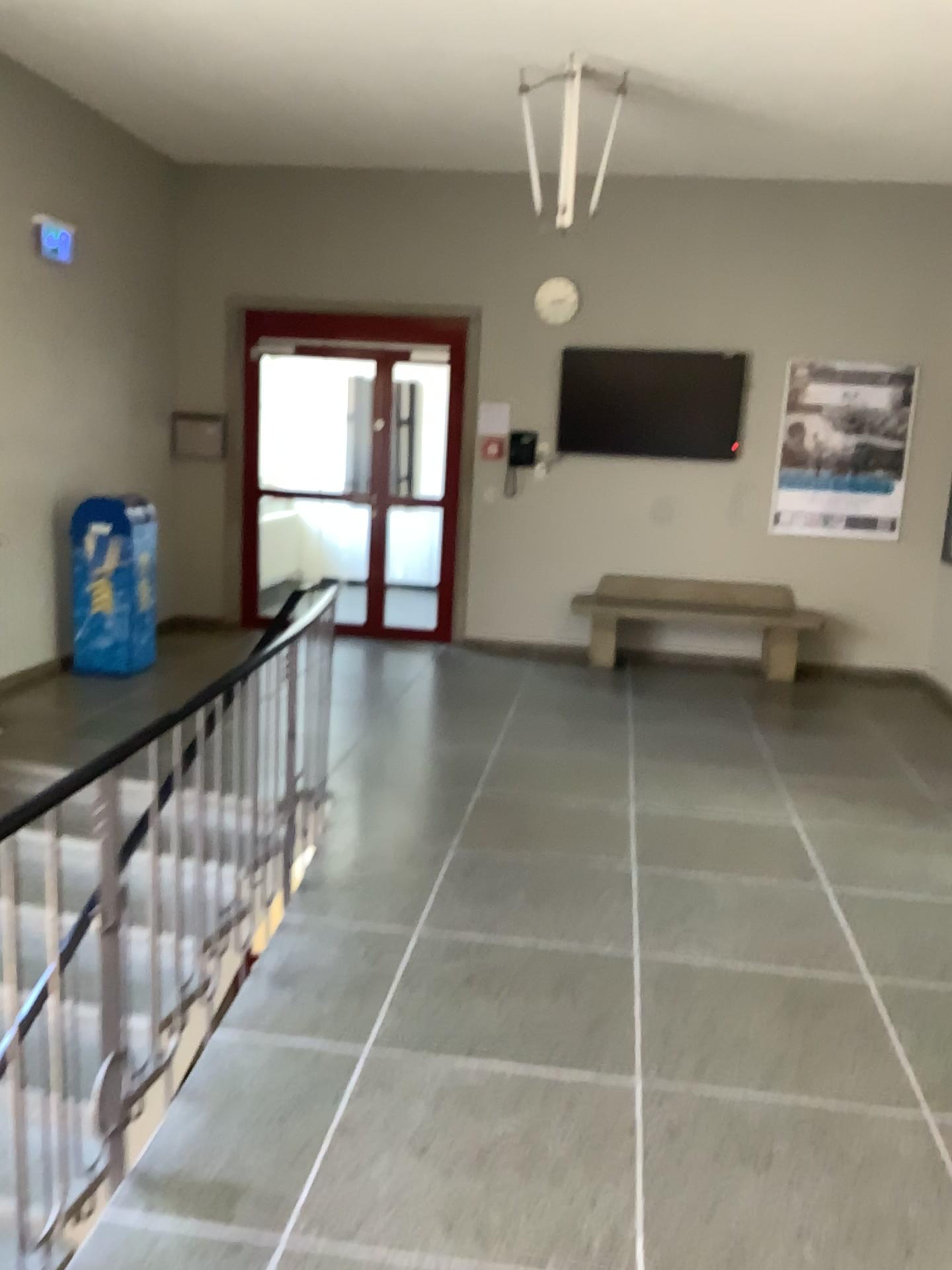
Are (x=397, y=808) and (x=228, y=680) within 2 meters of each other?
yes
